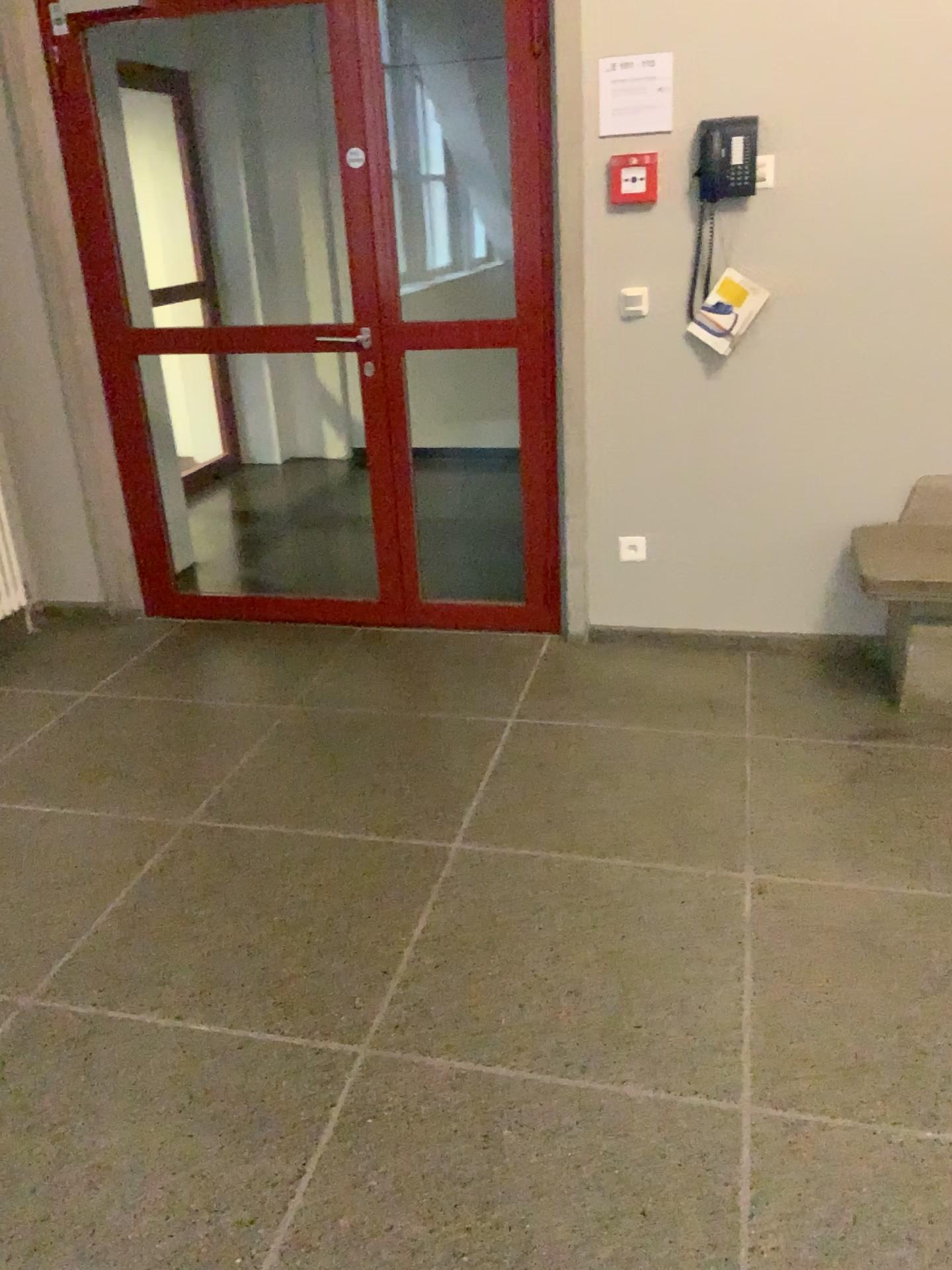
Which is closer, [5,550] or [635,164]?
[635,164]

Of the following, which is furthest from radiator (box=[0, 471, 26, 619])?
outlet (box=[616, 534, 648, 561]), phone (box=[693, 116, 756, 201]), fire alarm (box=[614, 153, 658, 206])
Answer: phone (box=[693, 116, 756, 201])

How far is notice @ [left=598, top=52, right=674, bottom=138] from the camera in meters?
3.0 m

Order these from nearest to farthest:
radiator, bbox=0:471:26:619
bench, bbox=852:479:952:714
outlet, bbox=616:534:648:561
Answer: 1. bench, bbox=852:479:952:714
2. outlet, bbox=616:534:648:561
3. radiator, bbox=0:471:26:619

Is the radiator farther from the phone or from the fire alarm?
the phone

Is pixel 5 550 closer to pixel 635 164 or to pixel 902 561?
pixel 635 164

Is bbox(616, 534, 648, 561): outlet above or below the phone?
below

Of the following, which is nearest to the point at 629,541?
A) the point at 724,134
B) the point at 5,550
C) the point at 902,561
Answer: the point at 902,561

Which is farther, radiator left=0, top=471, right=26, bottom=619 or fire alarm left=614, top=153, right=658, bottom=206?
radiator left=0, top=471, right=26, bottom=619

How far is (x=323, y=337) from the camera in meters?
3.7 m
